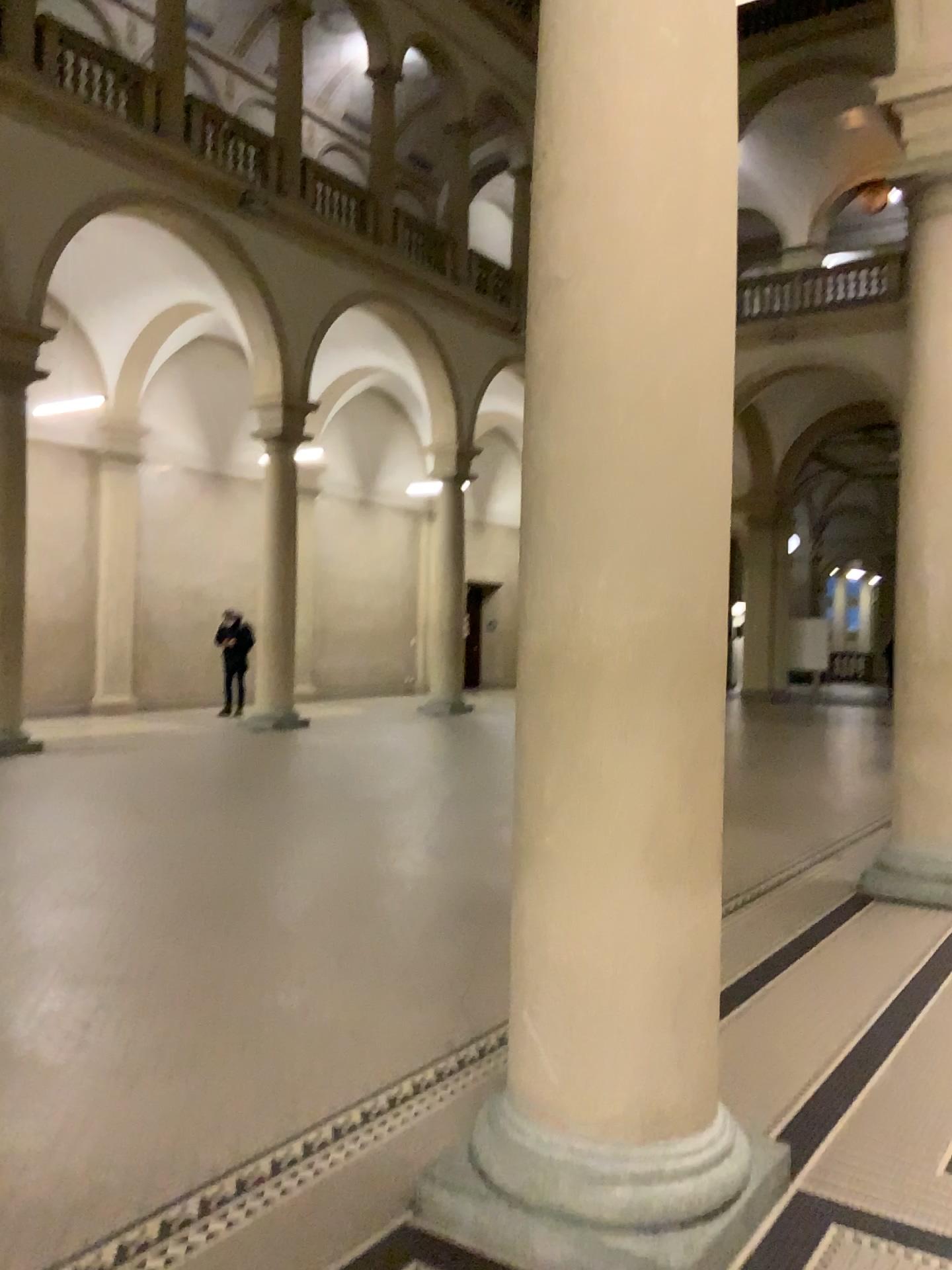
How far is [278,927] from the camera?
4.80m

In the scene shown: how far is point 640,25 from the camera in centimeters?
248cm

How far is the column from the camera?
2.5m
